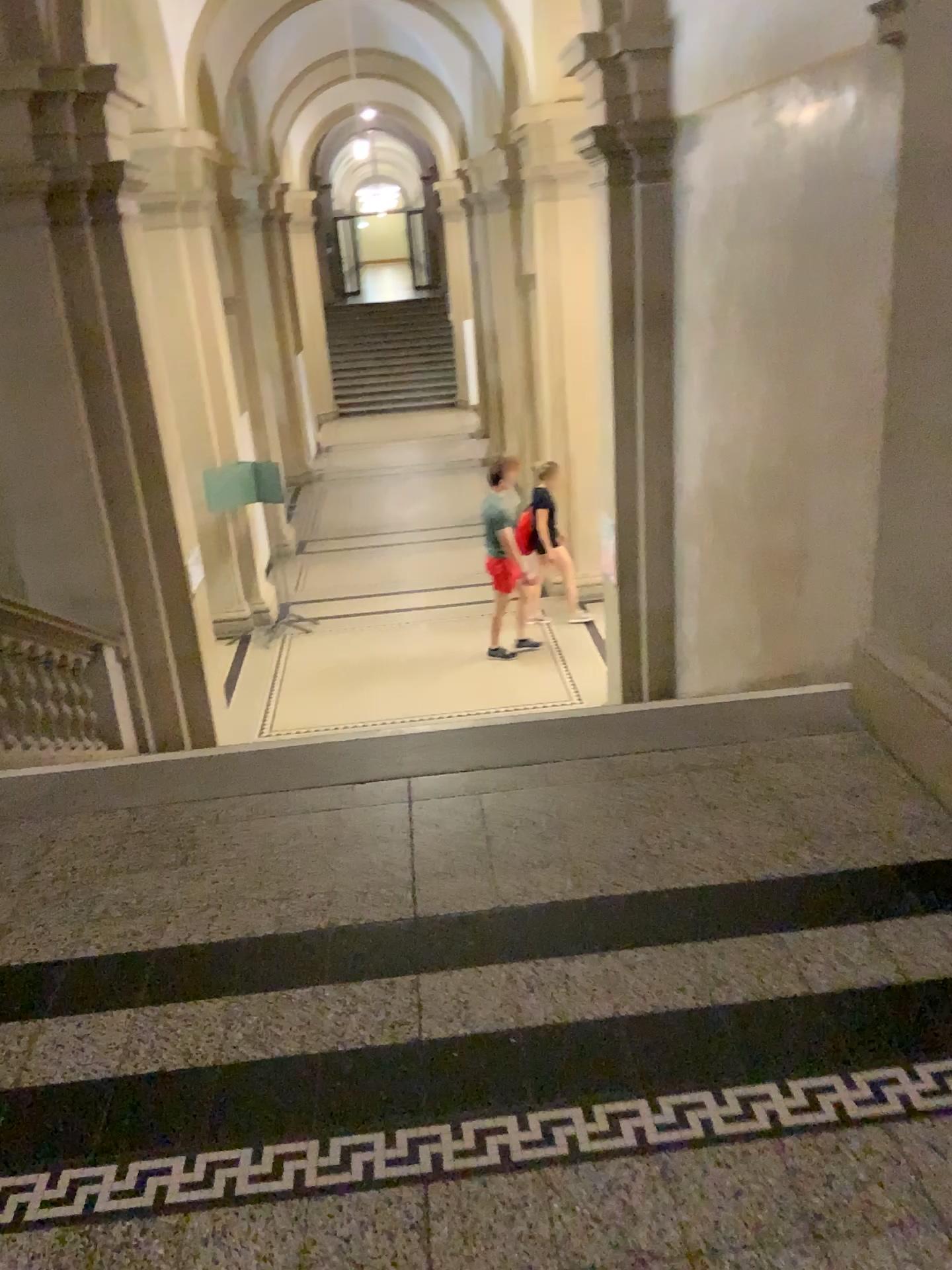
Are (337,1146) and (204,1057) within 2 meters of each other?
yes
